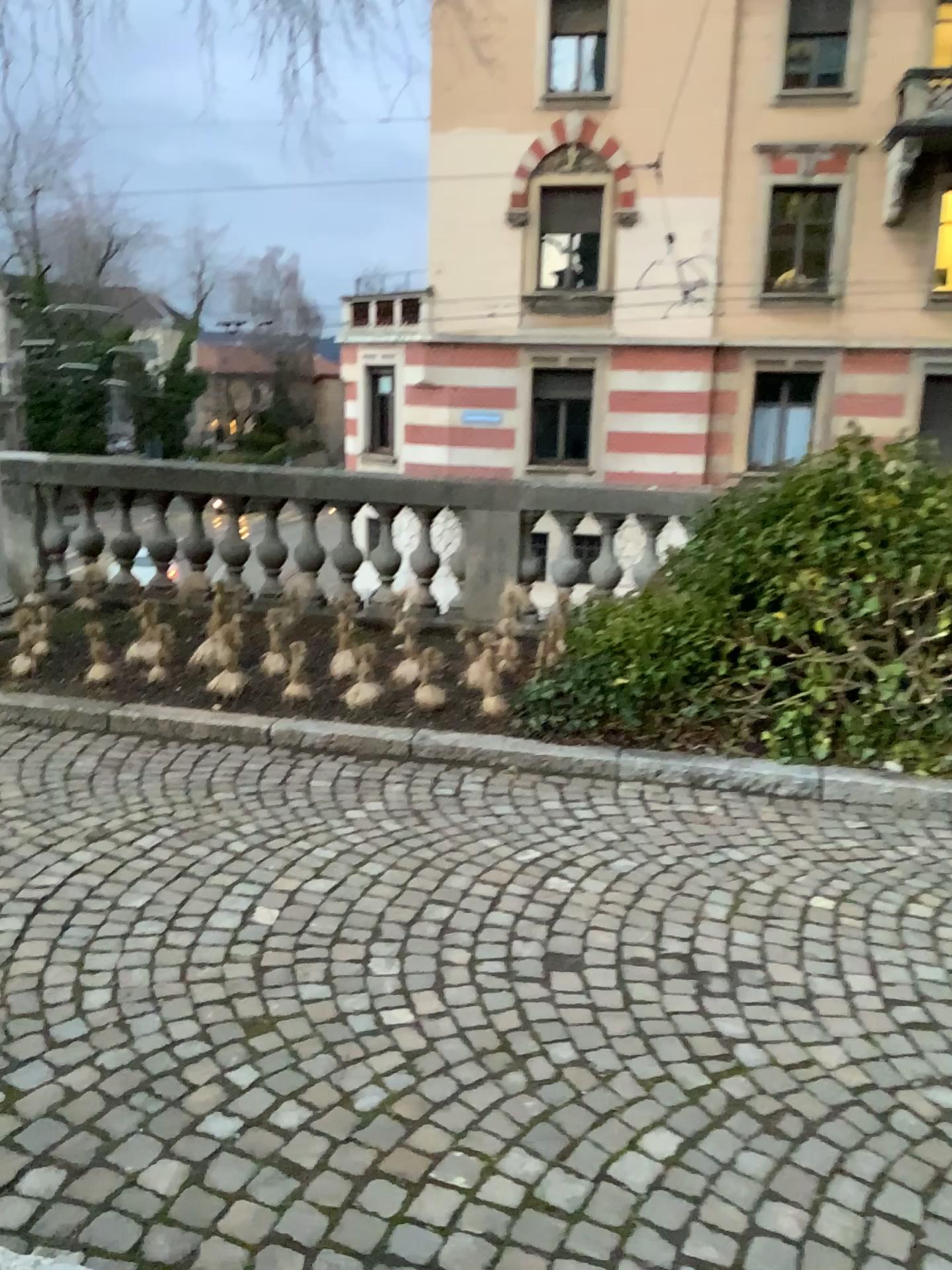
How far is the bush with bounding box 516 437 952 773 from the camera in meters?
4.6

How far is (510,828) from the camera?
4.0m

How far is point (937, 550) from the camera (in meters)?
4.62
